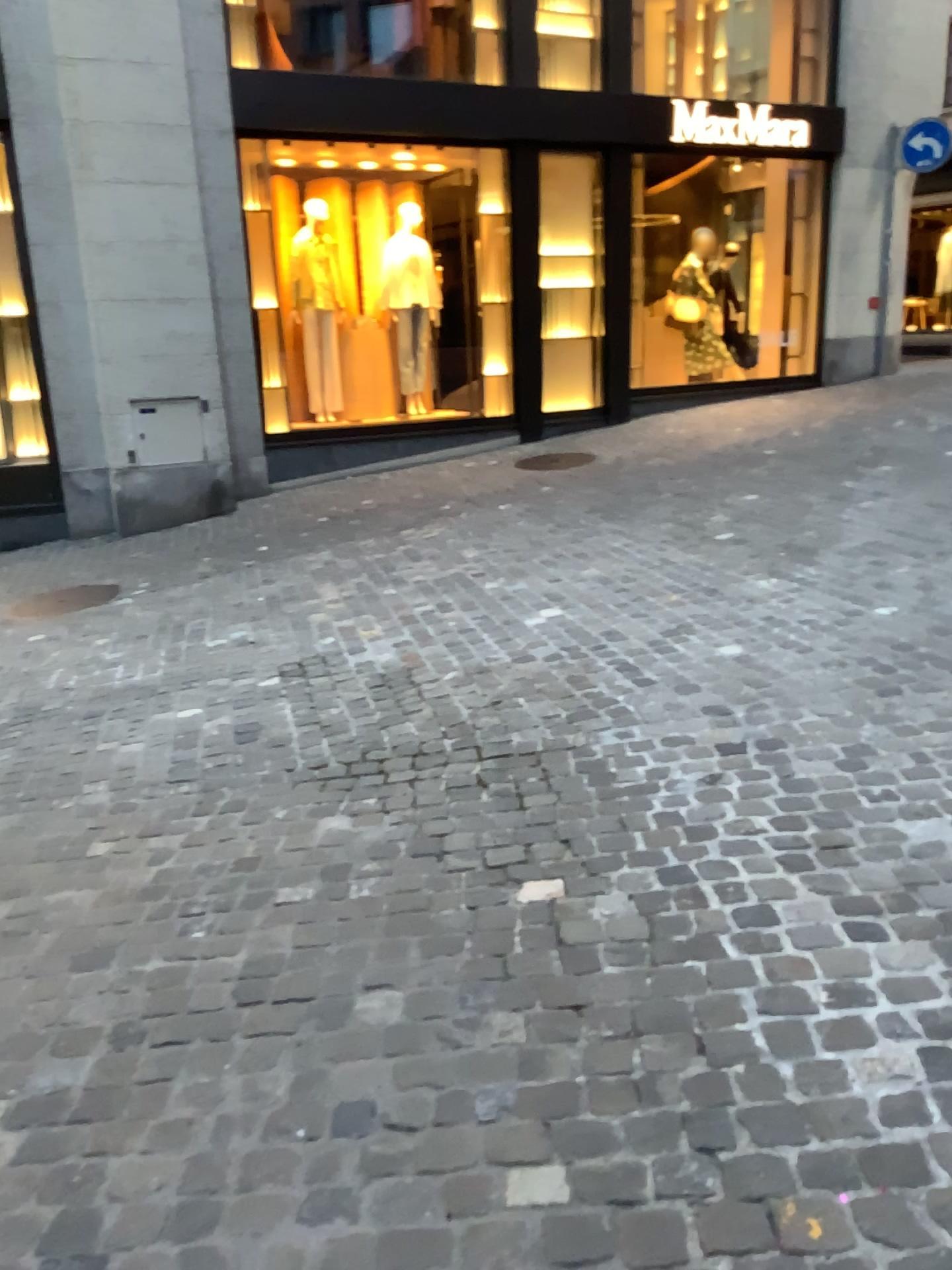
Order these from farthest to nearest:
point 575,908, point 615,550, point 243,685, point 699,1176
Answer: point 615,550
point 243,685
point 575,908
point 699,1176
